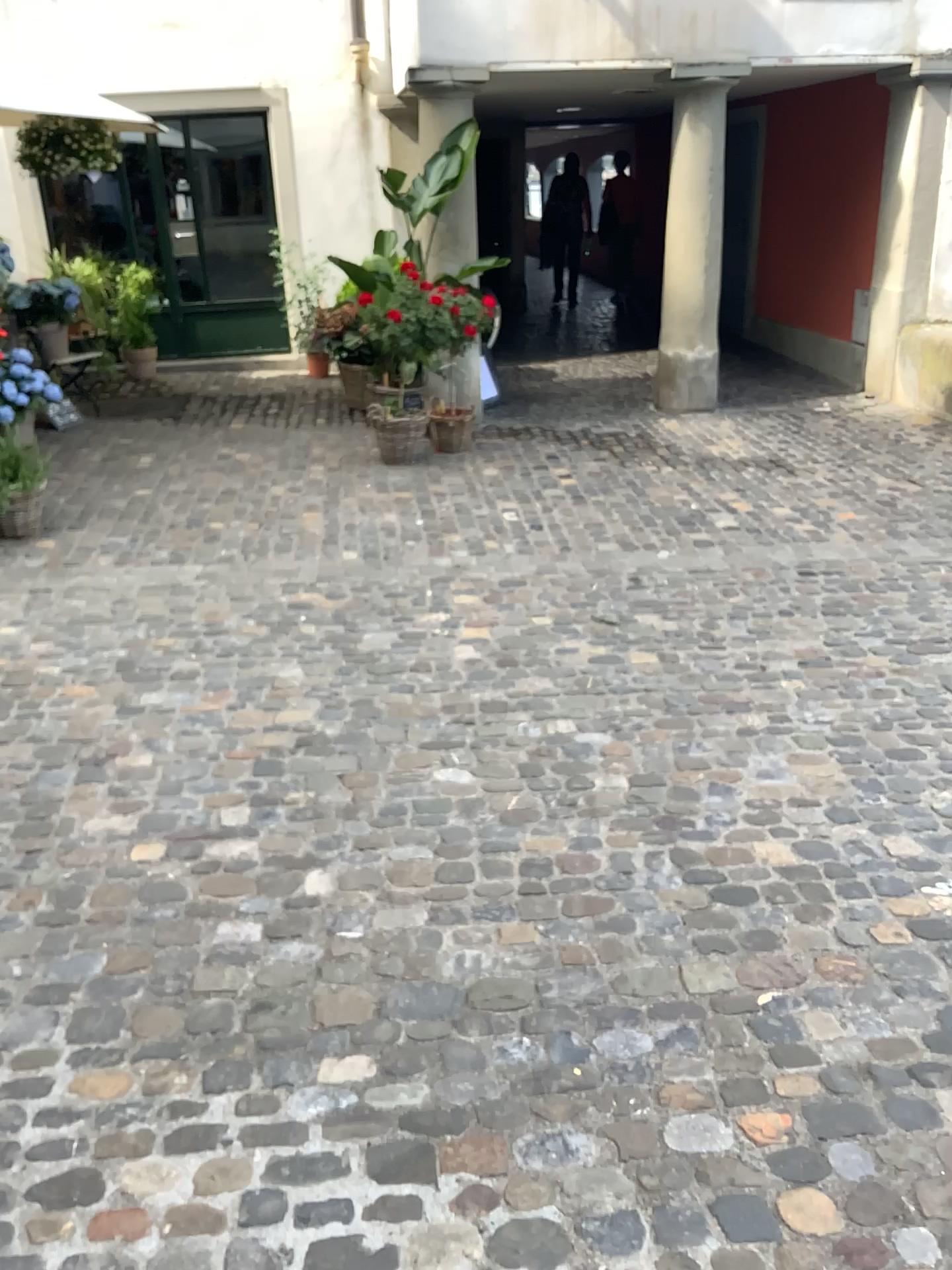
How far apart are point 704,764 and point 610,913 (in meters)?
0.77
